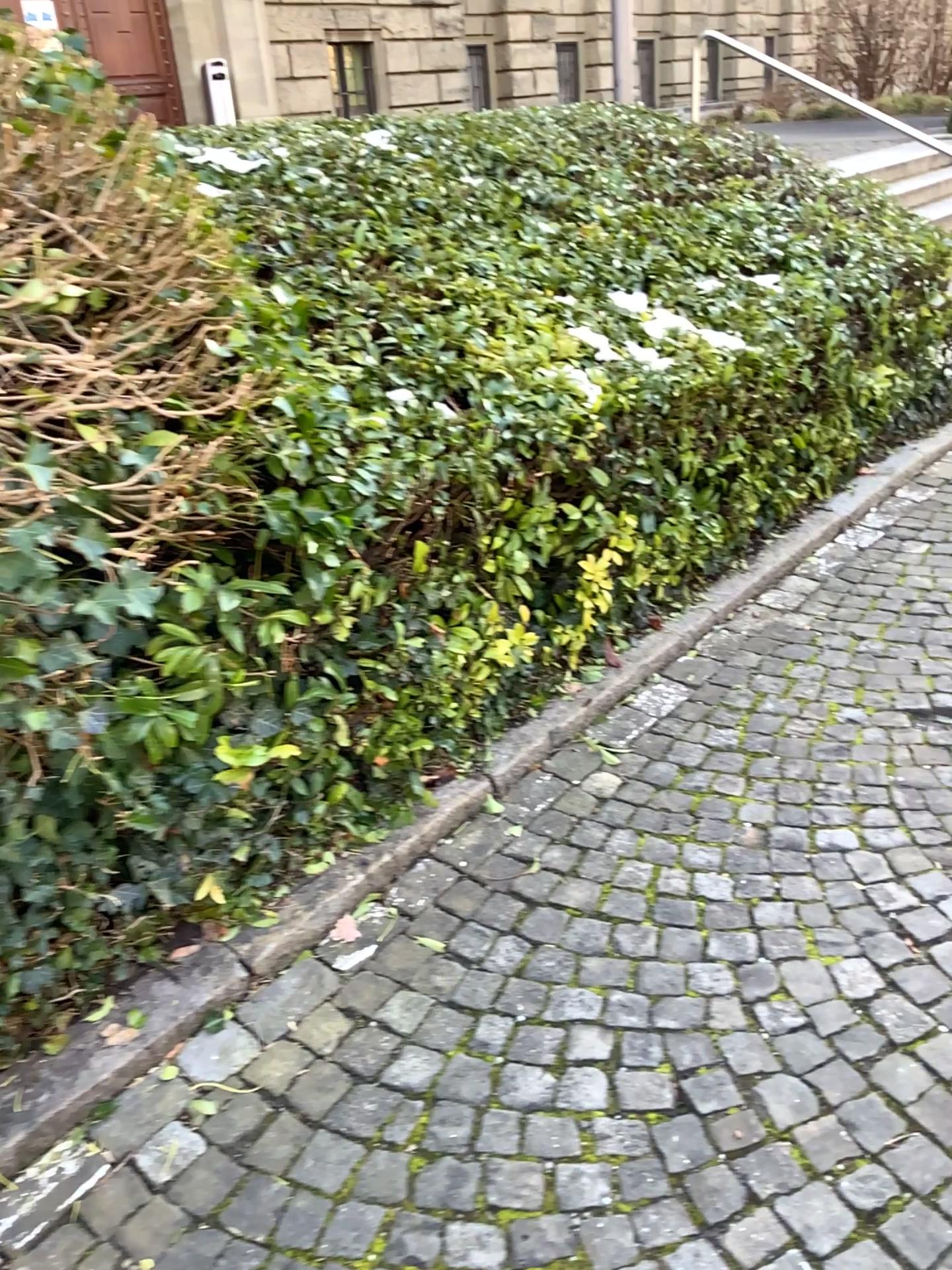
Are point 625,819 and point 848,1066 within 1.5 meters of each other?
yes
